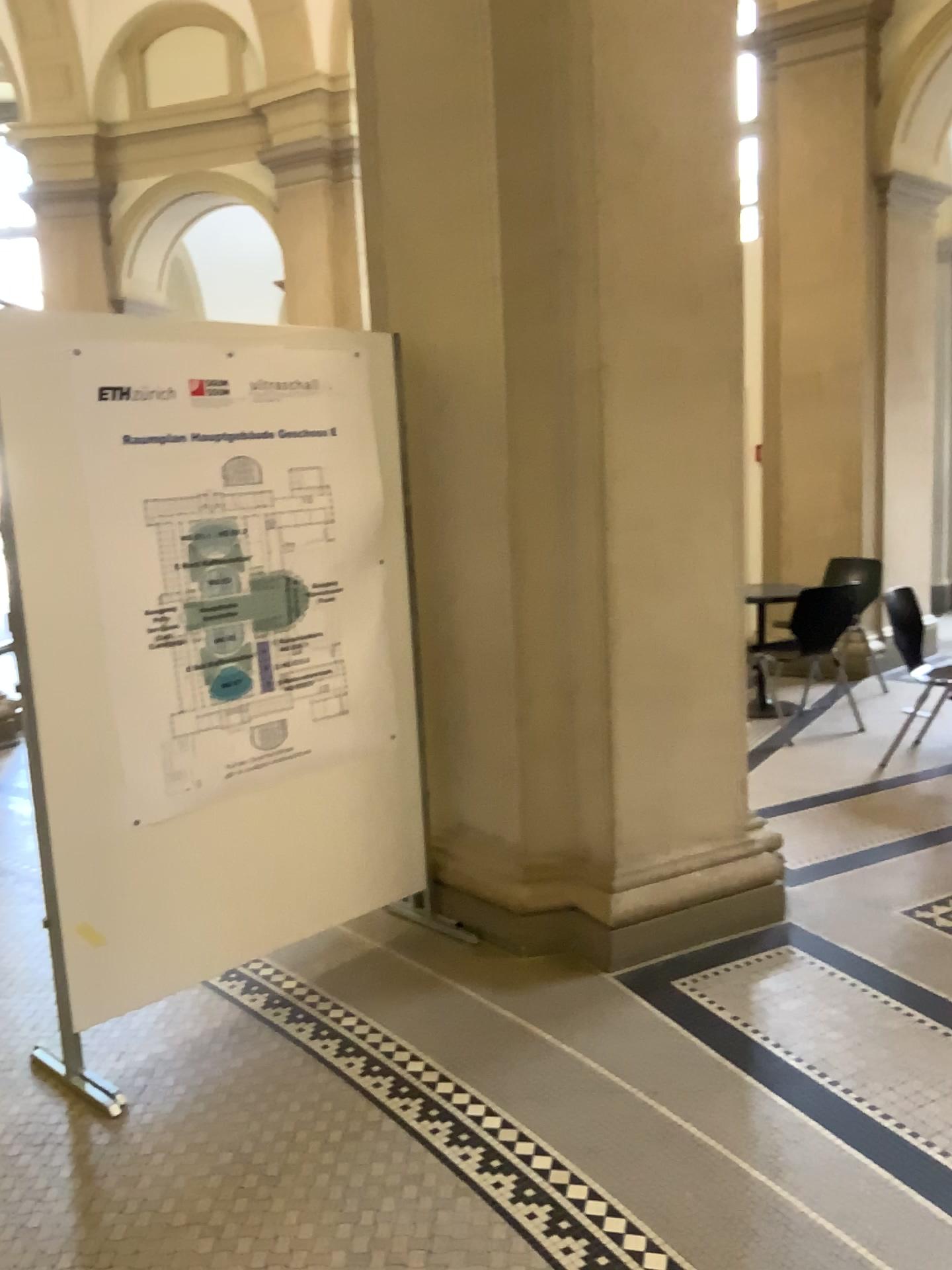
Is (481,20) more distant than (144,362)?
Yes

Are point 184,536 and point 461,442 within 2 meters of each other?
yes

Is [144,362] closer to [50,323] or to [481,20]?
[50,323]

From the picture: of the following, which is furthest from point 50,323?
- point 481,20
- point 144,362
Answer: point 481,20

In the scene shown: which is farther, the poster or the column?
the column
